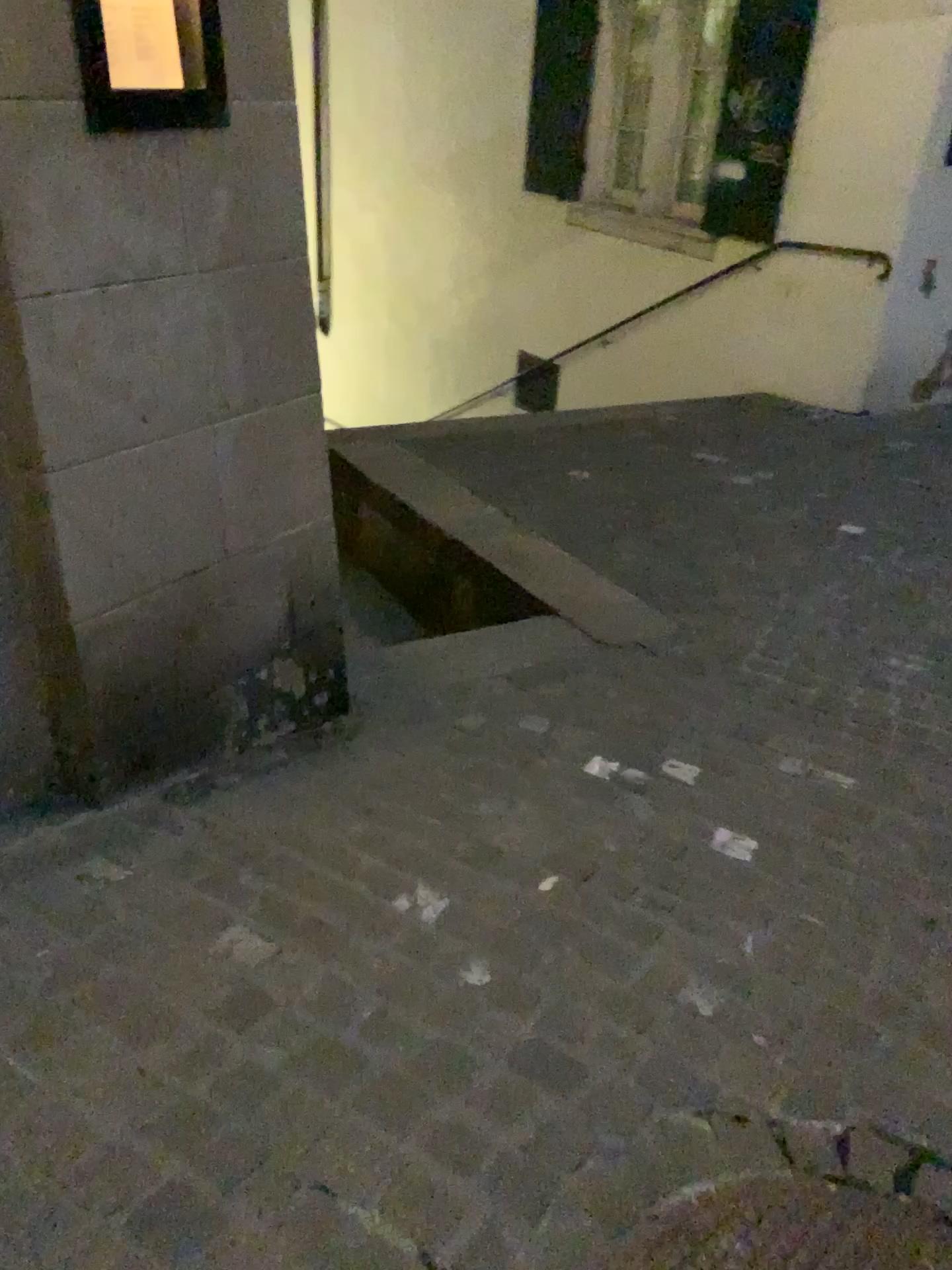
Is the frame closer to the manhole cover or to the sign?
the sign

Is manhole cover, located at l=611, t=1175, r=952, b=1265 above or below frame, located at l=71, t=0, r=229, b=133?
below

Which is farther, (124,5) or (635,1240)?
(124,5)

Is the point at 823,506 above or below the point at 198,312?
below

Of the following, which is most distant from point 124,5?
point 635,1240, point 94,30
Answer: point 635,1240

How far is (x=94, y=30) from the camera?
1.75m

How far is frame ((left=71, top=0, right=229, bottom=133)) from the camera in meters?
1.7

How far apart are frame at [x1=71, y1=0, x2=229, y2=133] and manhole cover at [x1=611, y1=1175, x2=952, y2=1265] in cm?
193

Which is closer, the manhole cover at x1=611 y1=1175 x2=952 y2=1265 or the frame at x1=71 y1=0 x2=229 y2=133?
the manhole cover at x1=611 y1=1175 x2=952 y2=1265

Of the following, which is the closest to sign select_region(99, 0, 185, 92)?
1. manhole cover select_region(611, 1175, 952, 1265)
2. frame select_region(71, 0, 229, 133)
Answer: frame select_region(71, 0, 229, 133)
